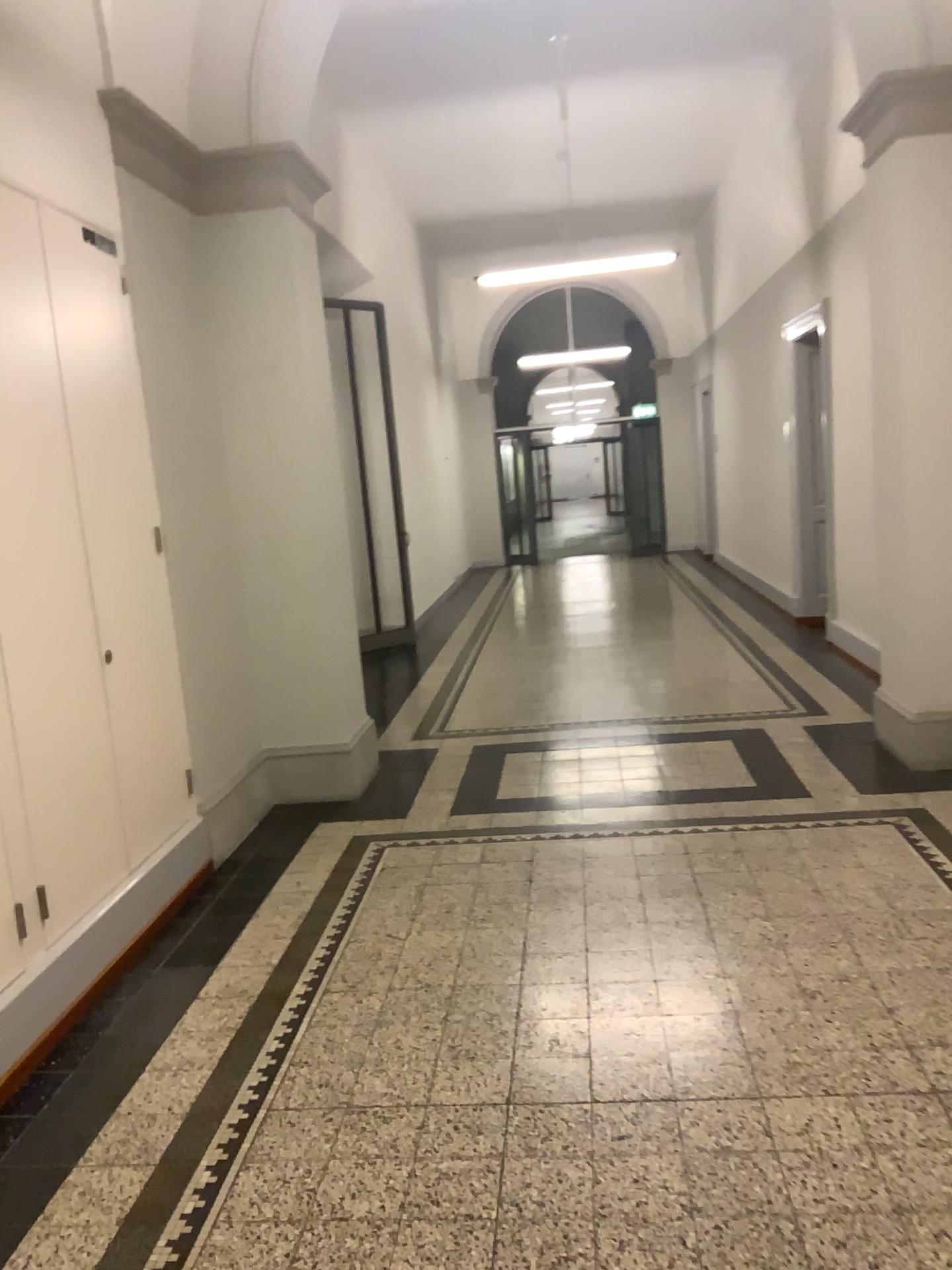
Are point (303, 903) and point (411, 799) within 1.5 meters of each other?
yes
